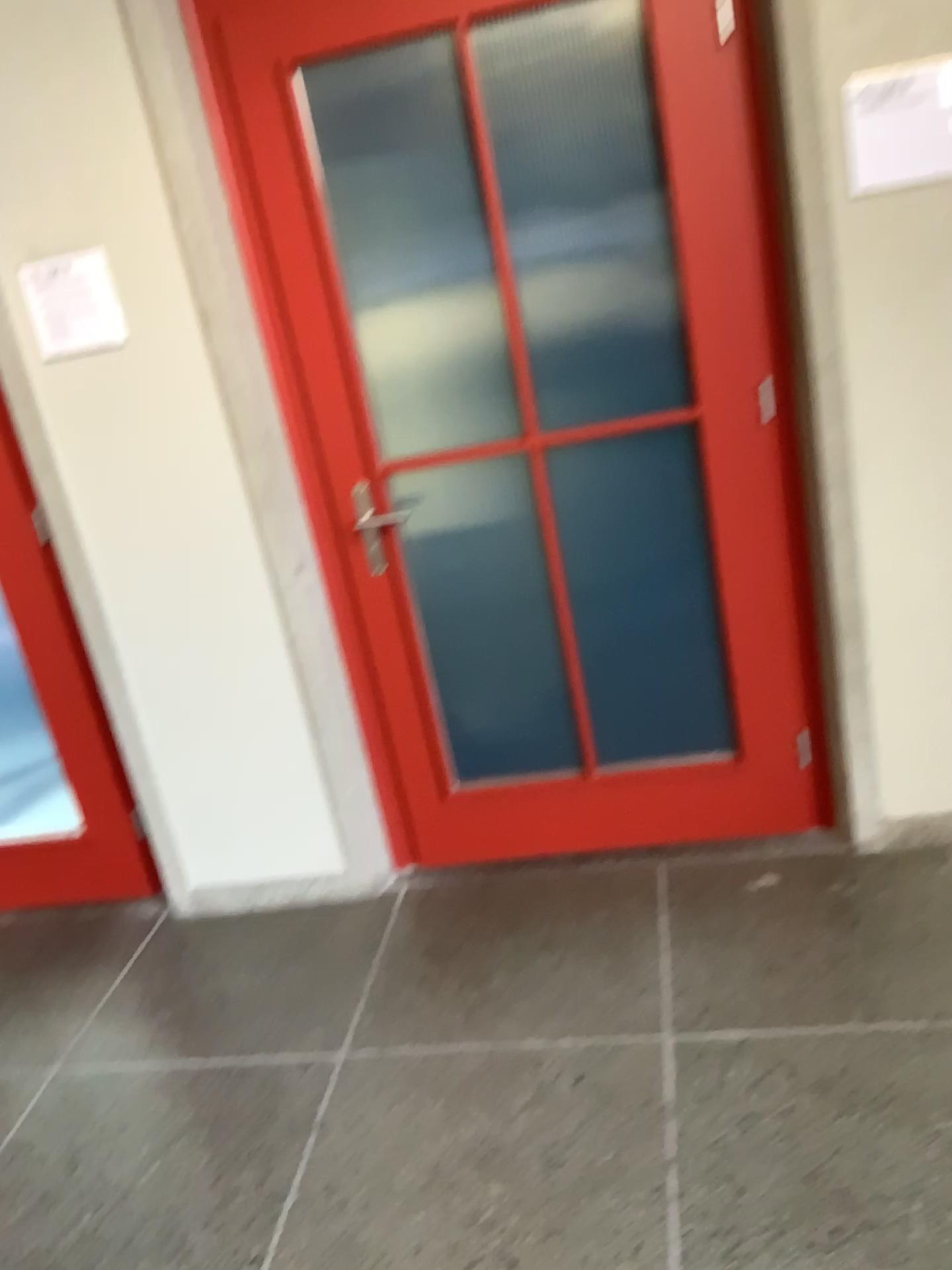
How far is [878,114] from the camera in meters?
2.1

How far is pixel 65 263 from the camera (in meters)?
2.42

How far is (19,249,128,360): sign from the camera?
2.4m

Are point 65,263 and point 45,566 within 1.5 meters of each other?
yes

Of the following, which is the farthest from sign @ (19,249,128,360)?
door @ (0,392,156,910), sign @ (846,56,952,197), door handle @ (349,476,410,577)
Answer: sign @ (846,56,952,197)

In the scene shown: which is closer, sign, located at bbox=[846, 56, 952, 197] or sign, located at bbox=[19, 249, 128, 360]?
sign, located at bbox=[846, 56, 952, 197]

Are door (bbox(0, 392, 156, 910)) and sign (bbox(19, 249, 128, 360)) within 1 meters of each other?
yes

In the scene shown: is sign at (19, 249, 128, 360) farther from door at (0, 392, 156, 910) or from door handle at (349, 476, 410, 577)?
door handle at (349, 476, 410, 577)

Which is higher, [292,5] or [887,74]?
[292,5]

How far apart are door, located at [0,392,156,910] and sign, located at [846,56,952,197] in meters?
2.0 m
